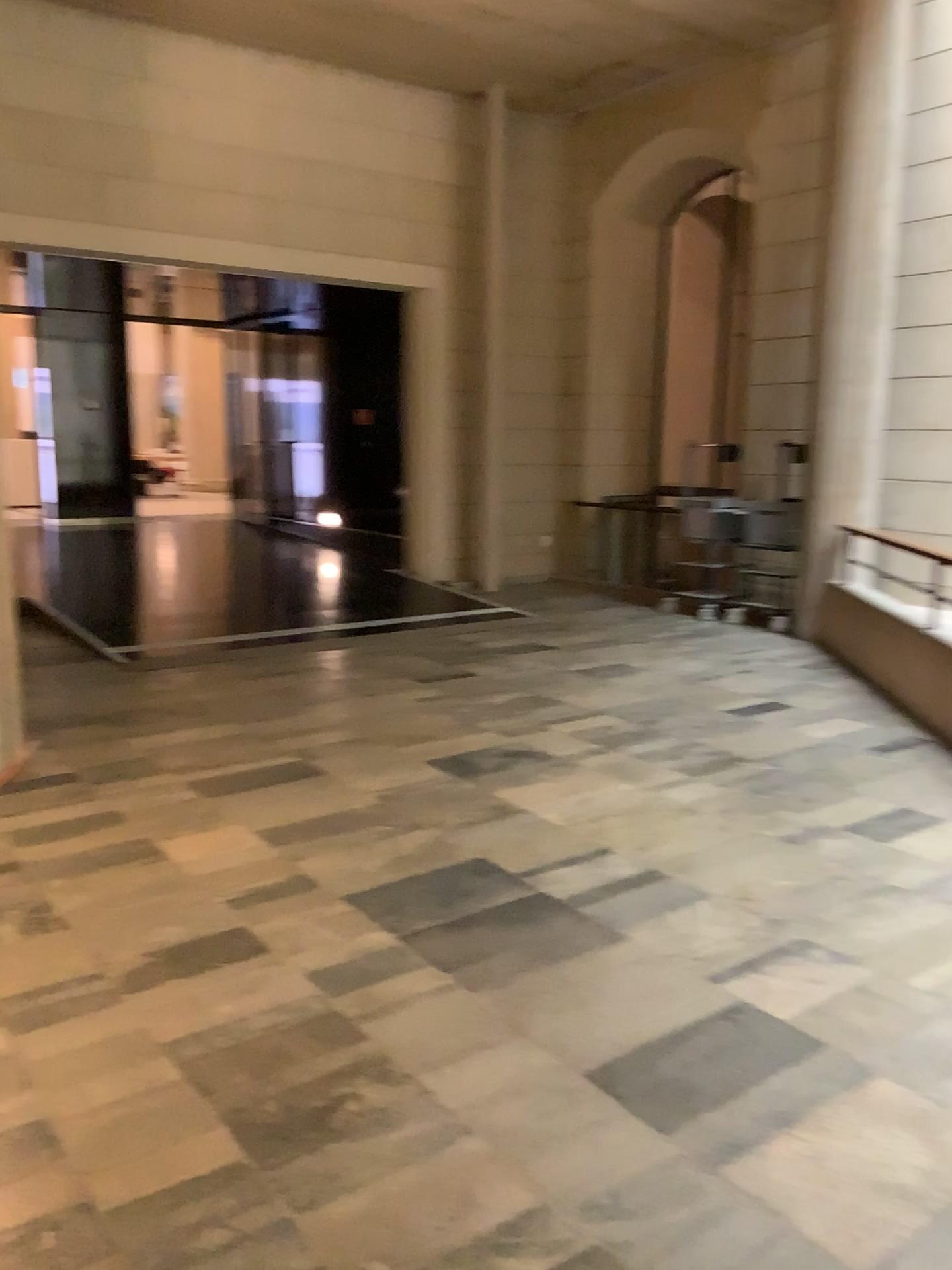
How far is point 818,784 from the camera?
4.68m
